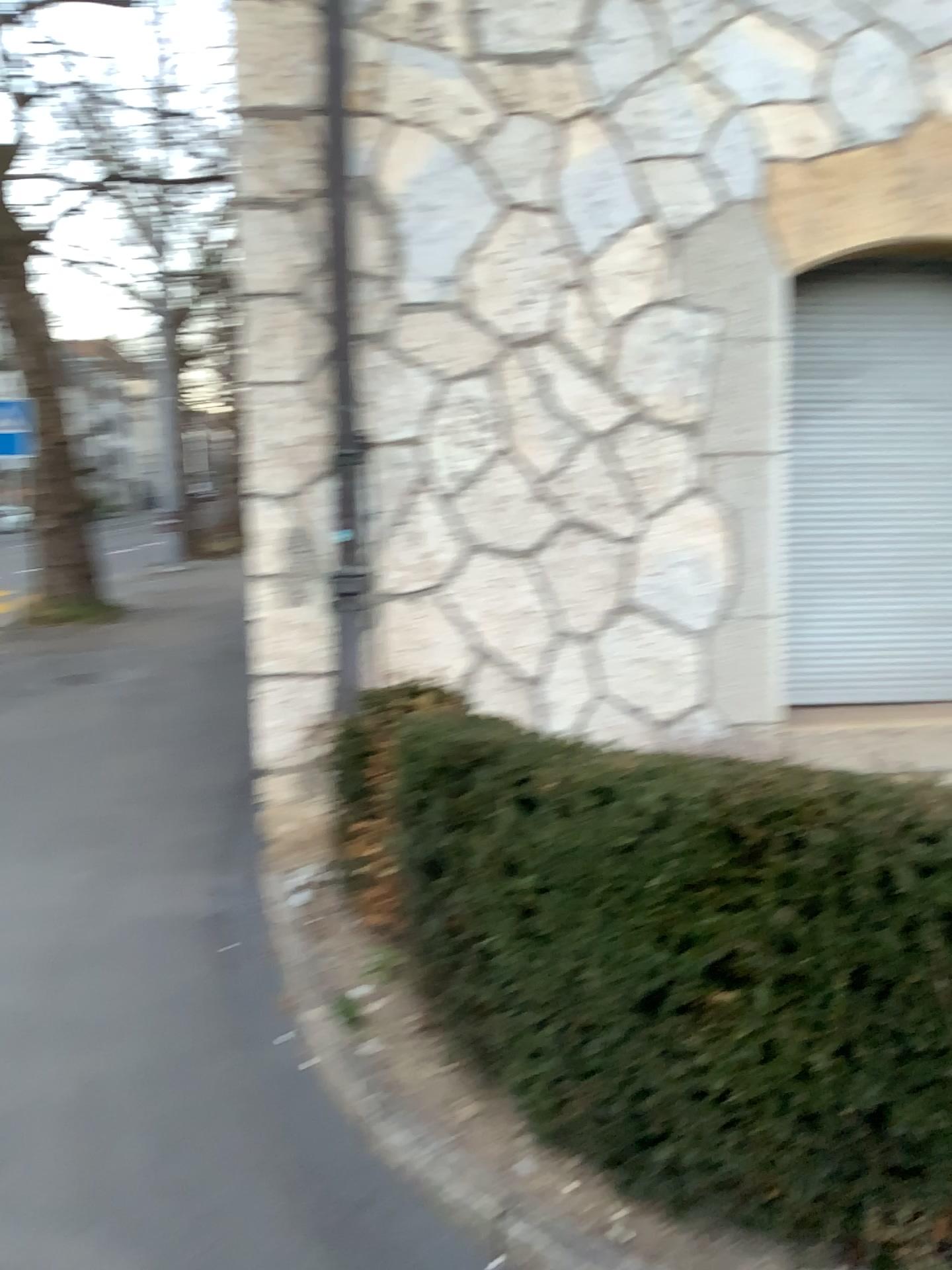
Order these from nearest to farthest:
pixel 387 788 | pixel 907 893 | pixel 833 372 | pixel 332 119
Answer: pixel 907 893
pixel 387 788
pixel 332 119
pixel 833 372

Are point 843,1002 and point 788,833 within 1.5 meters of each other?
yes

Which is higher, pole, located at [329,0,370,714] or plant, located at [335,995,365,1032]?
pole, located at [329,0,370,714]

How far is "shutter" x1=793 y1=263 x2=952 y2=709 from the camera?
4.7m

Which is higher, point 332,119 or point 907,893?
point 332,119

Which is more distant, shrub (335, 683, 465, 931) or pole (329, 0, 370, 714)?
pole (329, 0, 370, 714)

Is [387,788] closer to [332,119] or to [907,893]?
[907,893]

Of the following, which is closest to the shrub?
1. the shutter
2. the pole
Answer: the pole

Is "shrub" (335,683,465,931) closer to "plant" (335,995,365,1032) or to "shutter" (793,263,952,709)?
"plant" (335,995,365,1032)

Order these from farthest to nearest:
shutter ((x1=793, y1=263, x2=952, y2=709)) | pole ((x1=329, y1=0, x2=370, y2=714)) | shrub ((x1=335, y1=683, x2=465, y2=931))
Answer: shutter ((x1=793, y1=263, x2=952, y2=709))
pole ((x1=329, y1=0, x2=370, y2=714))
shrub ((x1=335, y1=683, x2=465, y2=931))
